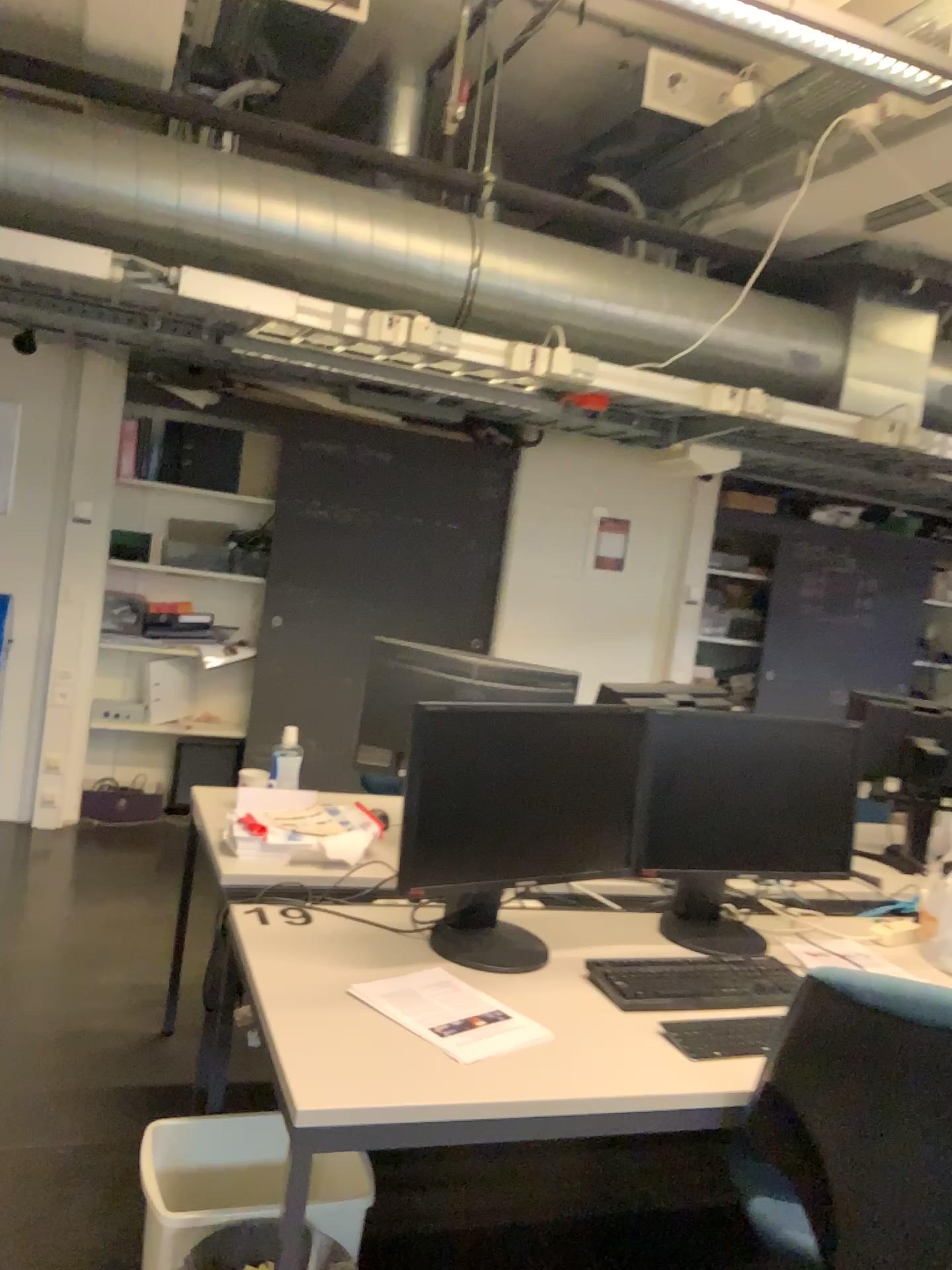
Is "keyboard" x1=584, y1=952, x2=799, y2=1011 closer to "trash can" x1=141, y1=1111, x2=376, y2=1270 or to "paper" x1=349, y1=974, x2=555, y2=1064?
"paper" x1=349, y1=974, x2=555, y2=1064

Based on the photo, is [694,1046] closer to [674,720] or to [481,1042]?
[481,1042]

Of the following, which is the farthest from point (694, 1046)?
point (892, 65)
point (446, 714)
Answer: point (892, 65)

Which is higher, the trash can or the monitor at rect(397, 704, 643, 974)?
the monitor at rect(397, 704, 643, 974)

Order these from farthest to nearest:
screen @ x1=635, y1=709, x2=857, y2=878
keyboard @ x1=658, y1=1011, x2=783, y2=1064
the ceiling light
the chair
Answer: the ceiling light < screen @ x1=635, y1=709, x2=857, y2=878 < keyboard @ x1=658, y1=1011, x2=783, y2=1064 < the chair

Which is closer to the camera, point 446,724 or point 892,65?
point 446,724

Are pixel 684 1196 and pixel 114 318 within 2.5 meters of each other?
no

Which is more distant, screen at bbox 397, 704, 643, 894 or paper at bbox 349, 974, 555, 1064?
screen at bbox 397, 704, 643, 894

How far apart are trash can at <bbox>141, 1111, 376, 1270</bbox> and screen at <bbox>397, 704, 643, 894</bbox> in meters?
0.5

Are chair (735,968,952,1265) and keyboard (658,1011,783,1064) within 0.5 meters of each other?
yes
